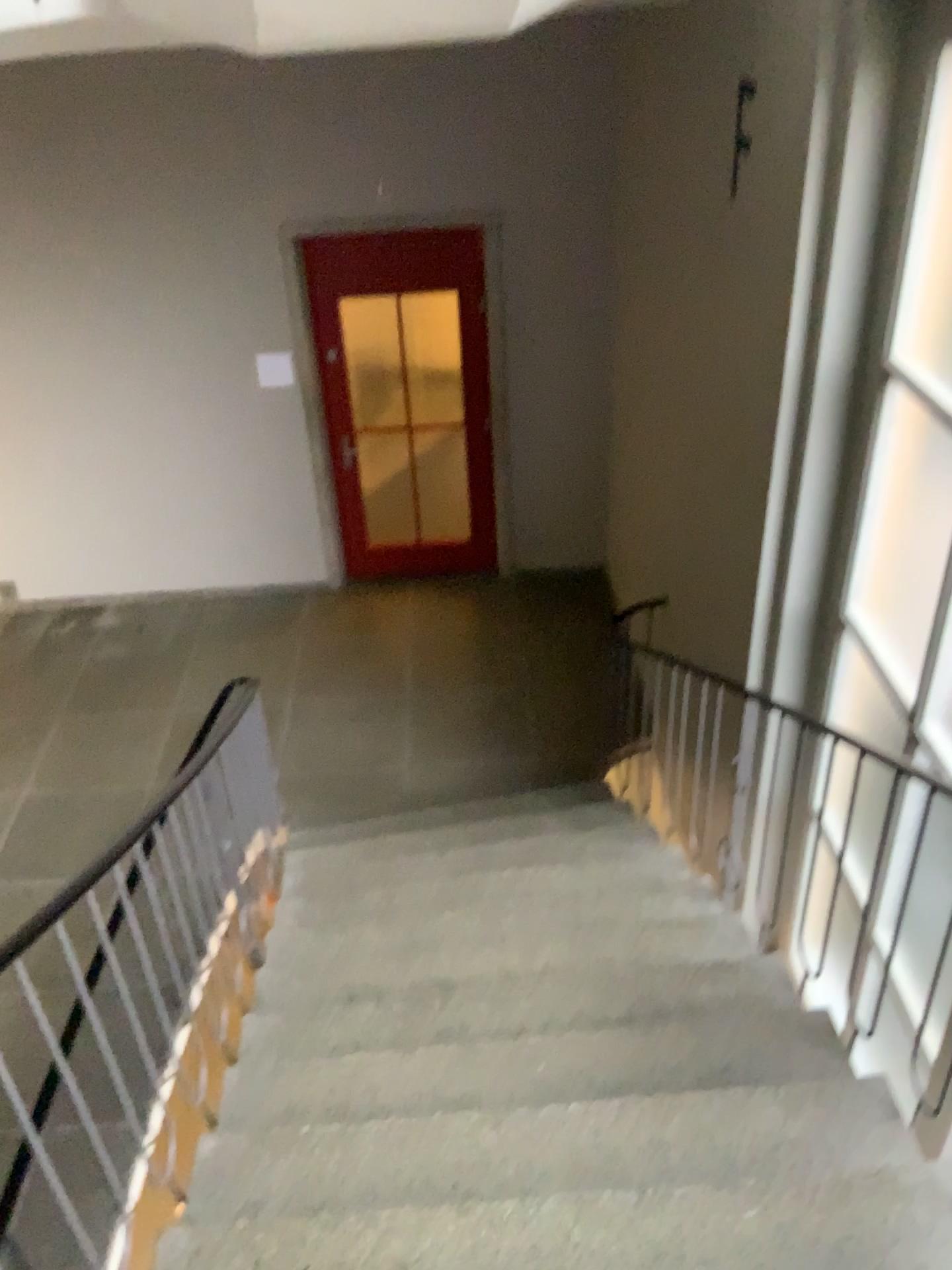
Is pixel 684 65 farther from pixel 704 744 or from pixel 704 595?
pixel 704 744
